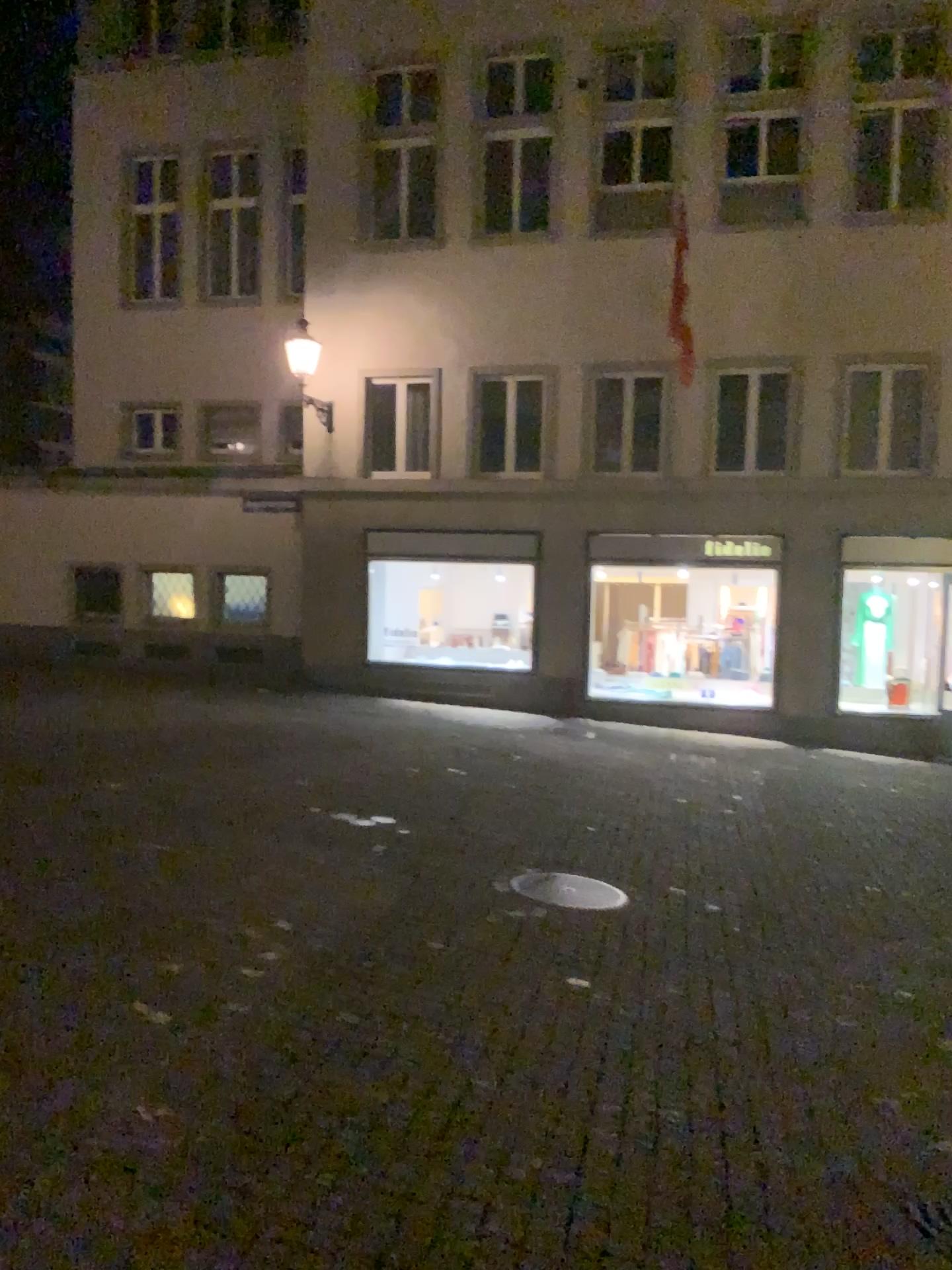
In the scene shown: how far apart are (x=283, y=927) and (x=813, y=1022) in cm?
255
